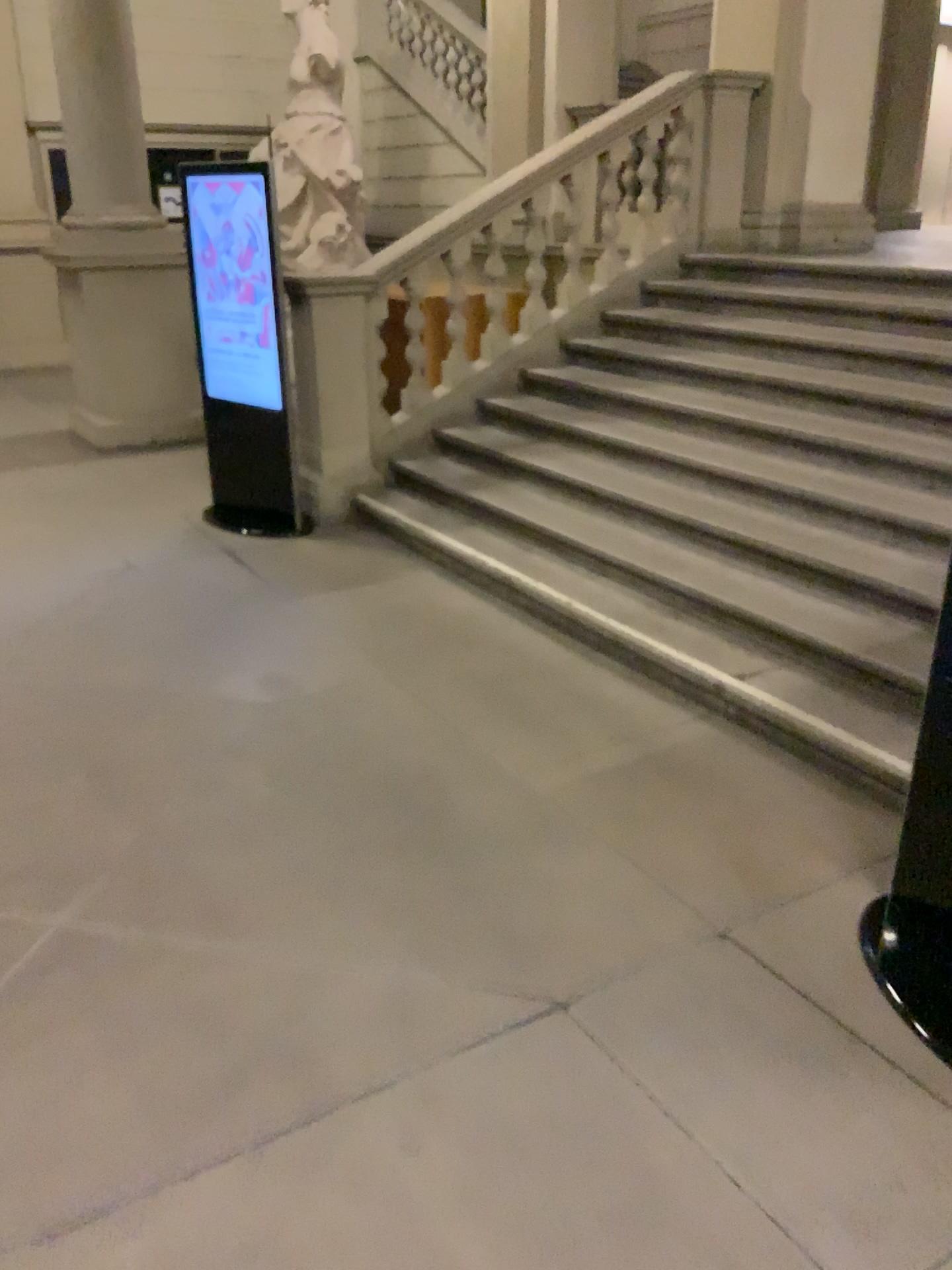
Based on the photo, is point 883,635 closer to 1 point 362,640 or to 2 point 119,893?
1 point 362,640
